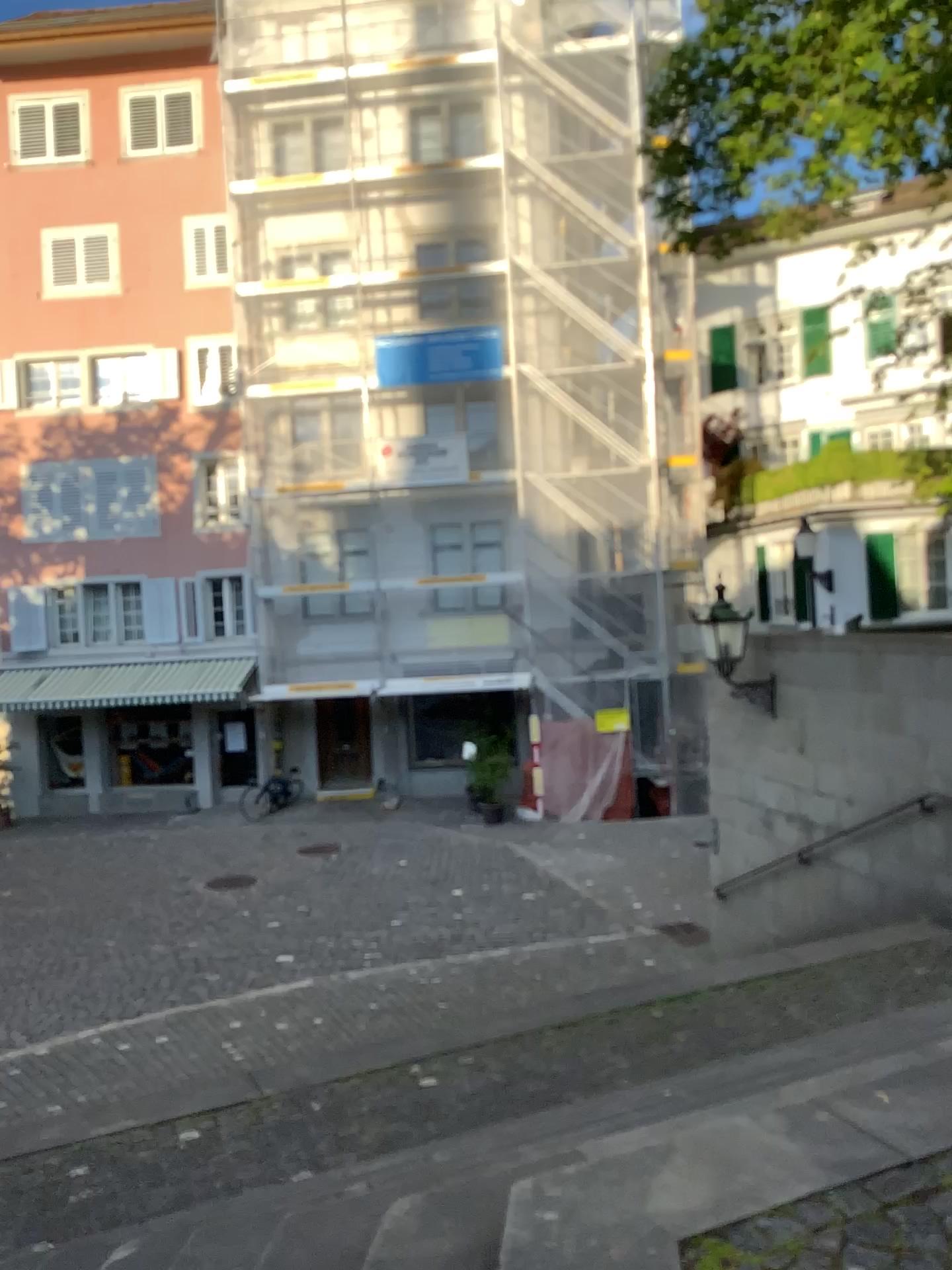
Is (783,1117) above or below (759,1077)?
above
